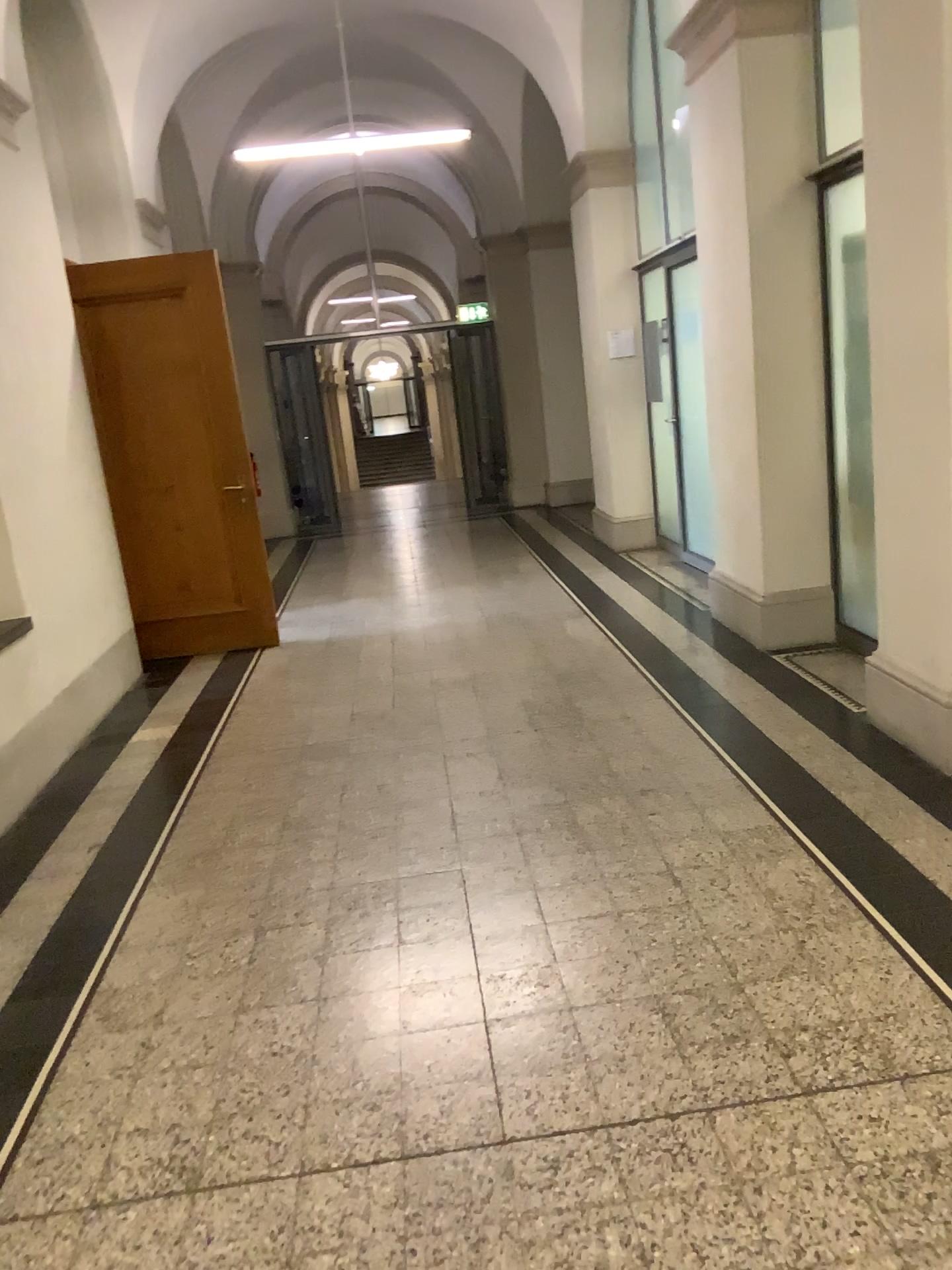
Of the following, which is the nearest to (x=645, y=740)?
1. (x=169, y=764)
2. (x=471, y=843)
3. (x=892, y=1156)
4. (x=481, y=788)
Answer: (x=481, y=788)
